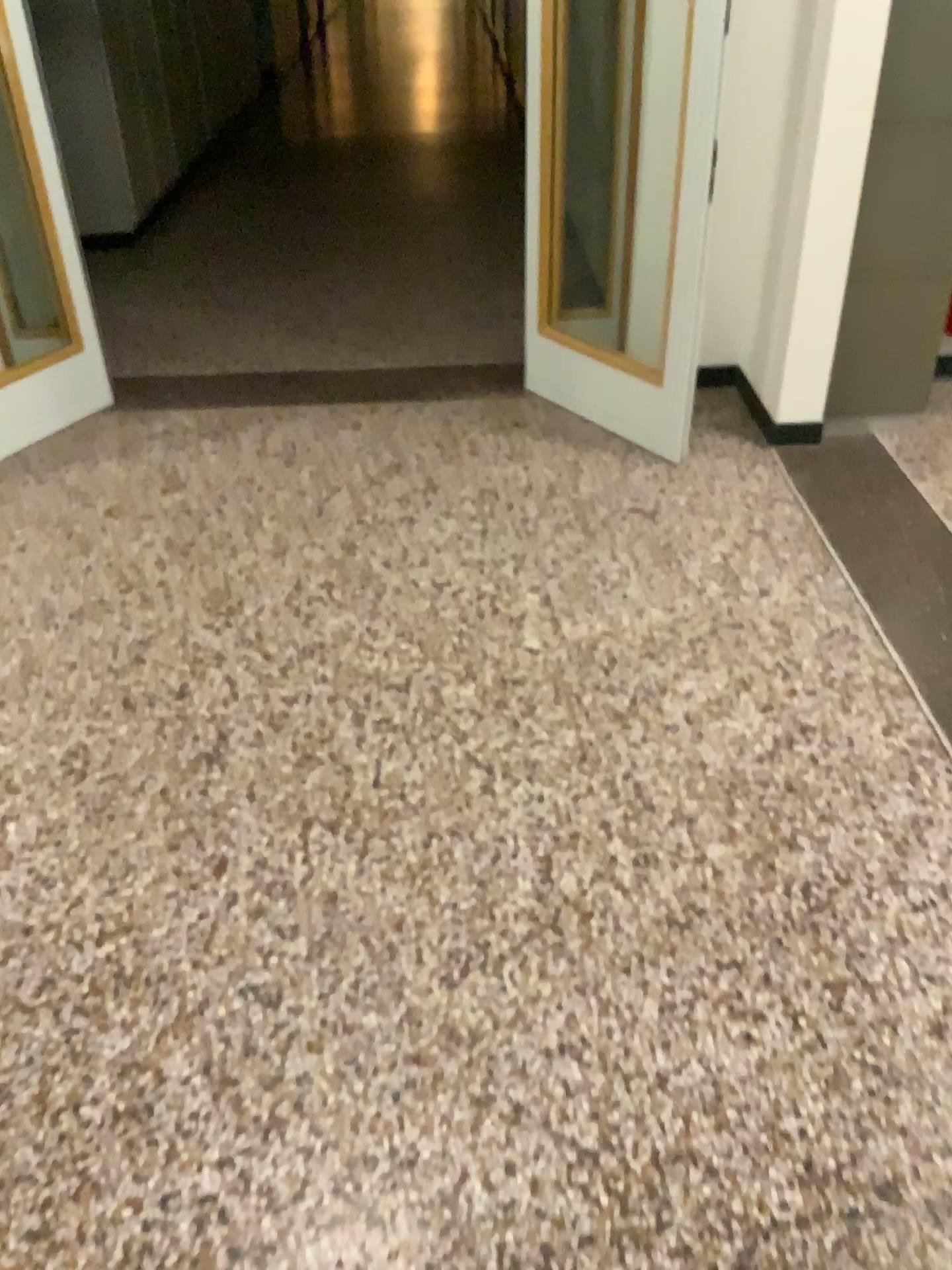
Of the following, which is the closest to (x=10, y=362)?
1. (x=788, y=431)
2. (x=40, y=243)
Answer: (x=40, y=243)

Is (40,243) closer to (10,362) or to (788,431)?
(10,362)

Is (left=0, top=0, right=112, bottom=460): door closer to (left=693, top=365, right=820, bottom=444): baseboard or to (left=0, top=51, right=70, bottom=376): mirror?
(left=0, top=51, right=70, bottom=376): mirror

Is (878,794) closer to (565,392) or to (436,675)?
(436,675)

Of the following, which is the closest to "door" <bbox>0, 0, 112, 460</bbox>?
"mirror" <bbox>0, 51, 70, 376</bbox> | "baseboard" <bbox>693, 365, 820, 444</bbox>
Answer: "mirror" <bbox>0, 51, 70, 376</bbox>

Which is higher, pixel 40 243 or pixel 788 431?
pixel 40 243
